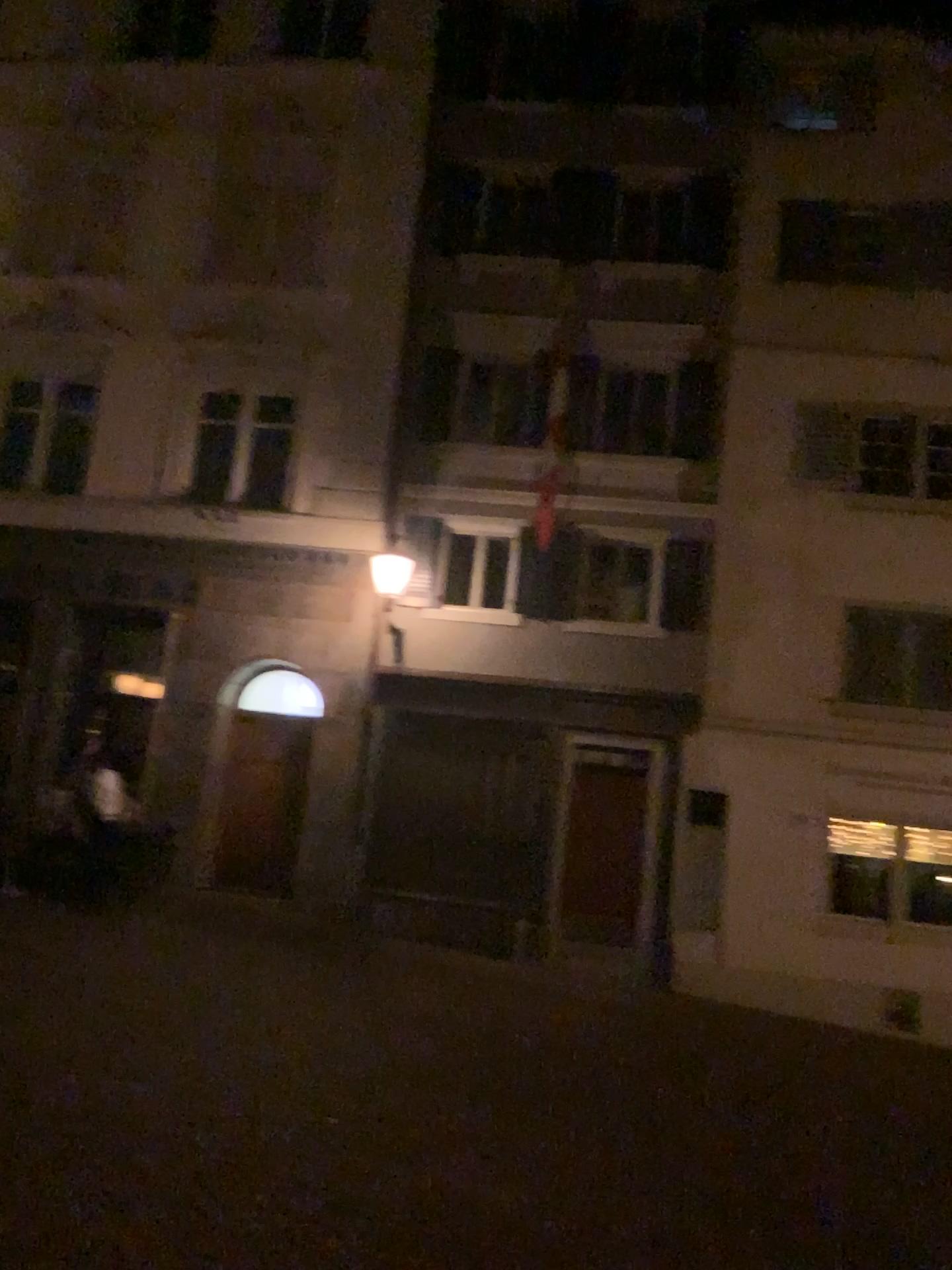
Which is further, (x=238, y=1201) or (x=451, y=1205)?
(x=451, y=1205)
